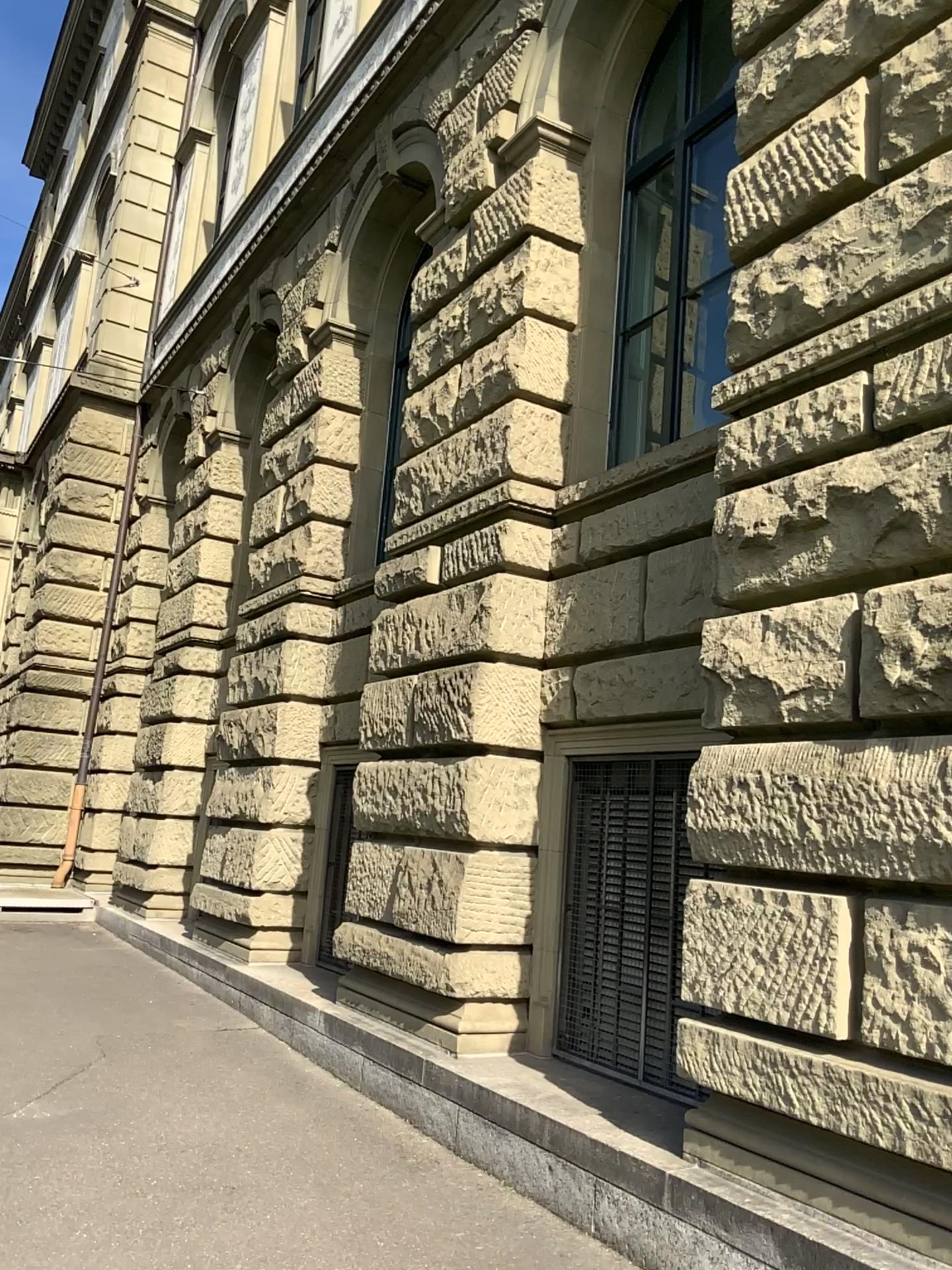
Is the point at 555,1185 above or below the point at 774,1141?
below
